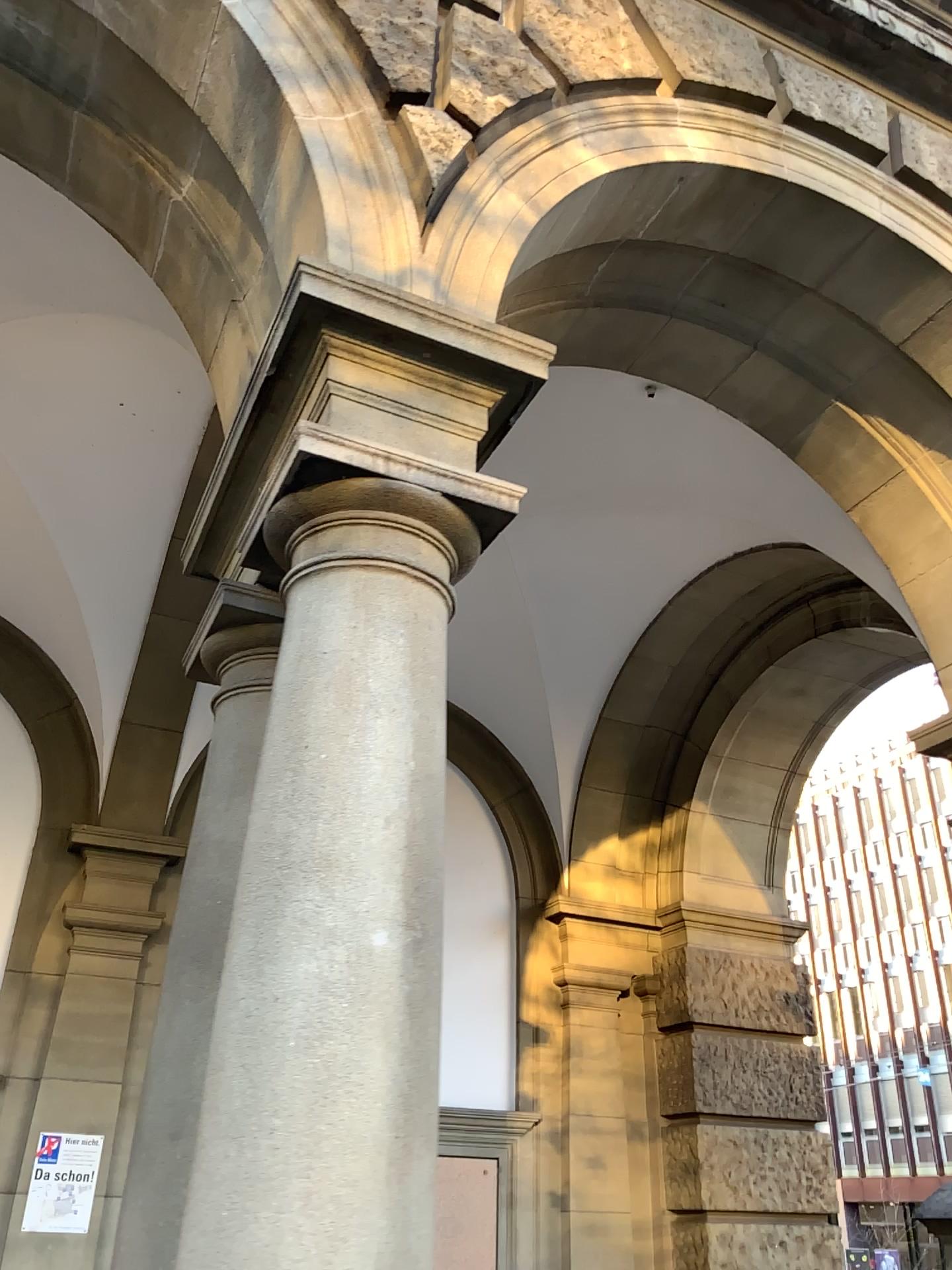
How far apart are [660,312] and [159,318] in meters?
2.0 m

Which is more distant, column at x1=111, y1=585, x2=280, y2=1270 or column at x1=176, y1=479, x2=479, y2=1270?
column at x1=111, y1=585, x2=280, y2=1270

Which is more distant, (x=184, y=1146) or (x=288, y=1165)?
(x=184, y=1146)
